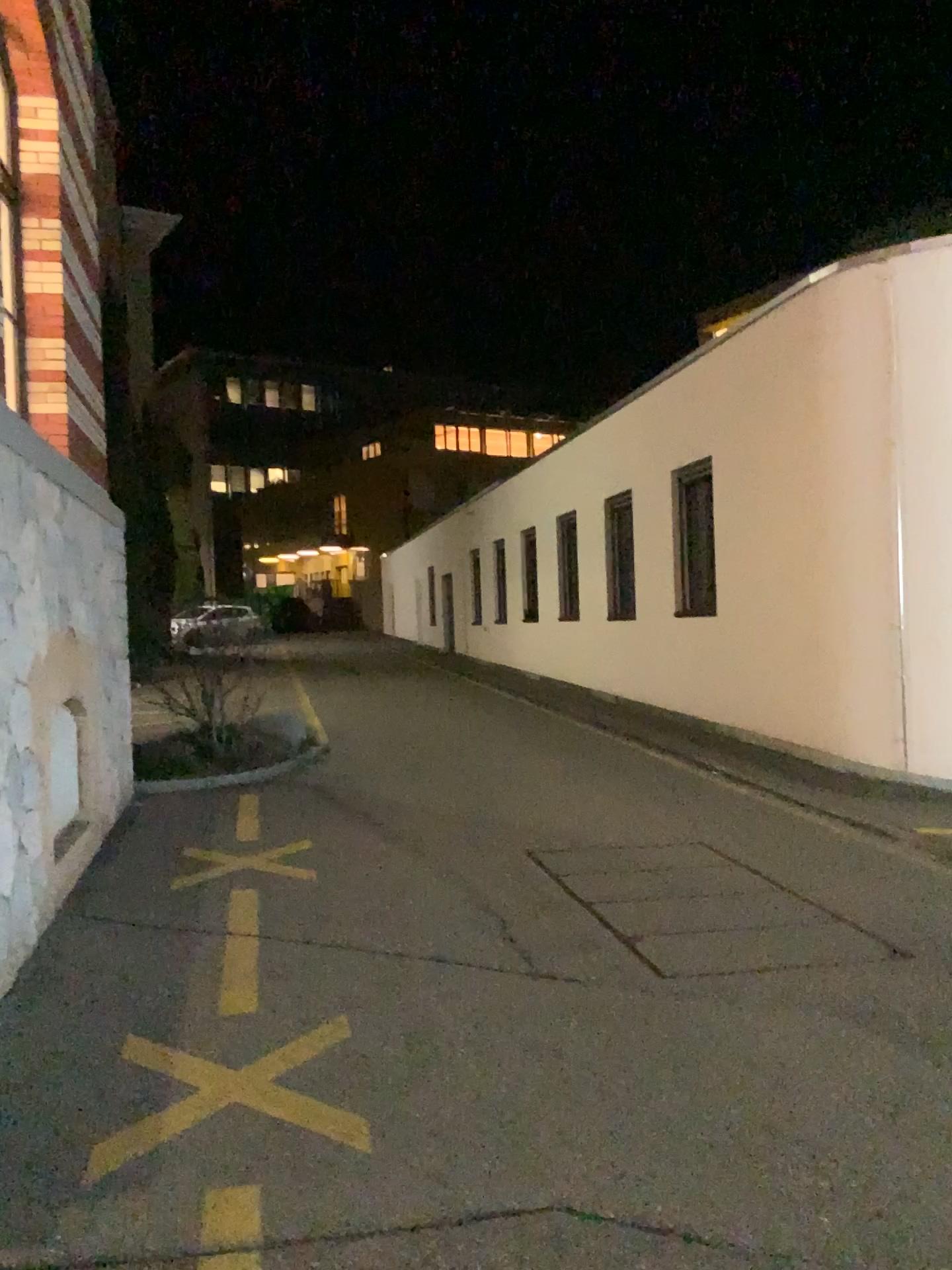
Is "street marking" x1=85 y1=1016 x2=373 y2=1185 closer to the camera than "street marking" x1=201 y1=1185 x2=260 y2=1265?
No

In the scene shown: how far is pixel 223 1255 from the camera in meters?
2.5 m

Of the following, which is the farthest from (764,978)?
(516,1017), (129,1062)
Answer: (129,1062)

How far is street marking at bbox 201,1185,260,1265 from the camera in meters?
2.5

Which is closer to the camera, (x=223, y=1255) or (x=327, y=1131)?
(x=223, y=1255)
